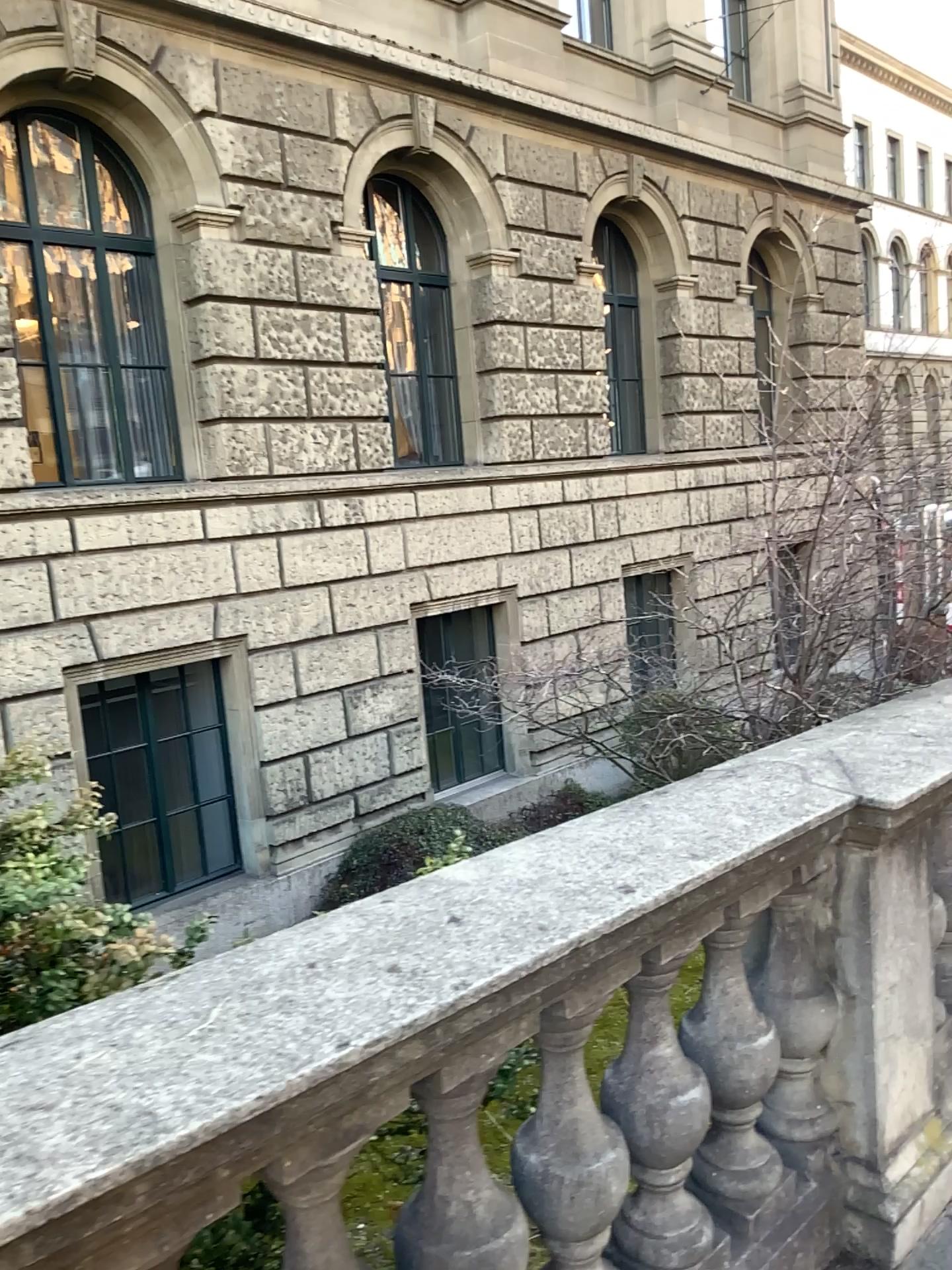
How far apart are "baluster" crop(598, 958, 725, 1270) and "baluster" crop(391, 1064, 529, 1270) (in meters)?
0.33

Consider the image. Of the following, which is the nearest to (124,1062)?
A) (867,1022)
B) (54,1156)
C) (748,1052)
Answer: (54,1156)

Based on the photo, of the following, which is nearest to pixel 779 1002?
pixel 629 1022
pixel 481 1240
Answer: pixel 629 1022

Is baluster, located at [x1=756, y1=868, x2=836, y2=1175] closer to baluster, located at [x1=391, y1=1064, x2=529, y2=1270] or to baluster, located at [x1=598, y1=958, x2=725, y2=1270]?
baluster, located at [x1=598, y1=958, x2=725, y2=1270]

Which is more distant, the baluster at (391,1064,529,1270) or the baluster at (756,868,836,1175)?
the baluster at (756,868,836,1175)

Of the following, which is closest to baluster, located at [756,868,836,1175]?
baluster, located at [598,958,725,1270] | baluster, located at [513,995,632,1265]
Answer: baluster, located at [598,958,725,1270]

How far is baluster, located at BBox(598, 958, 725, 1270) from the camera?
1.9 meters

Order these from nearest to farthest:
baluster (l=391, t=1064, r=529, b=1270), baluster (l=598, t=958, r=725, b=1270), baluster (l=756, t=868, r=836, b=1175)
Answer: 1. baluster (l=391, t=1064, r=529, b=1270)
2. baluster (l=598, t=958, r=725, b=1270)
3. baluster (l=756, t=868, r=836, b=1175)

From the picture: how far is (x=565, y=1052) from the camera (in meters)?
1.68

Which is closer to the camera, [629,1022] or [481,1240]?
[481,1240]
